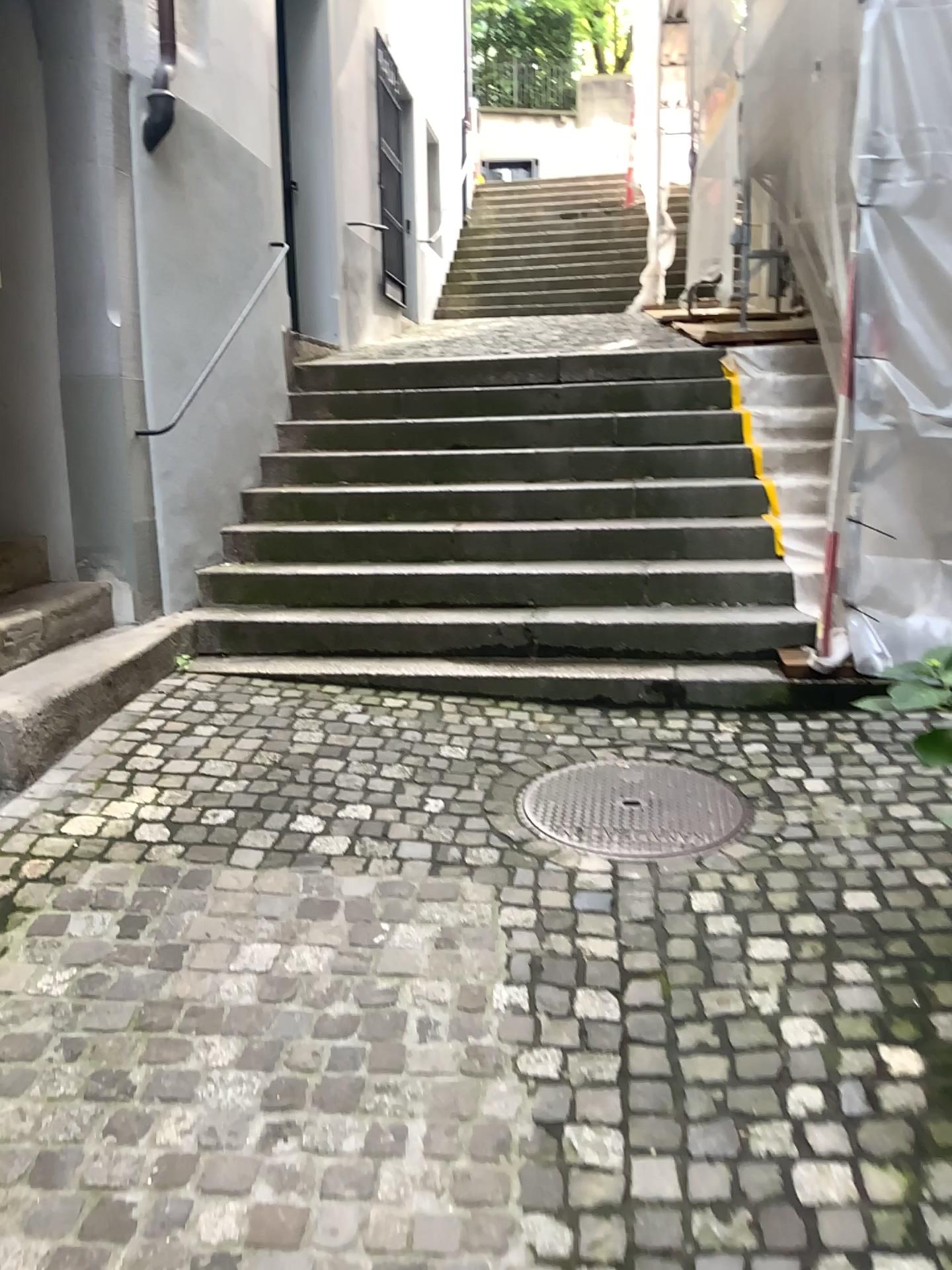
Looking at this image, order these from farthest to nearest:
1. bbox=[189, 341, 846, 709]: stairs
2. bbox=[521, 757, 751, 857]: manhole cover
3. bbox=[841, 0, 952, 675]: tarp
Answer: bbox=[189, 341, 846, 709]: stairs, bbox=[841, 0, 952, 675]: tarp, bbox=[521, 757, 751, 857]: manhole cover

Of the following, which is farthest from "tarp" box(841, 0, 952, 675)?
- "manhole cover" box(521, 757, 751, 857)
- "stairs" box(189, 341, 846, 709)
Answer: "manhole cover" box(521, 757, 751, 857)

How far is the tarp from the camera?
3.7m

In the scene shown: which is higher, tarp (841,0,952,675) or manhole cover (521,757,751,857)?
tarp (841,0,952,675)

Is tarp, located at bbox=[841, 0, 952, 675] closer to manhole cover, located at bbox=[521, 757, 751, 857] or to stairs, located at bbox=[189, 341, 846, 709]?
stairs, located at bbox=[189, 341, 846, 709]

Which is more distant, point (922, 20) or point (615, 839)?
point (922, 20)

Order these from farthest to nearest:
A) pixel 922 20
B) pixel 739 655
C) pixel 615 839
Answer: pixel 739 655 < pixel 922 20 < pixel 615 839

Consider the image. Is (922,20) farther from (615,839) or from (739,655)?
(615,839)

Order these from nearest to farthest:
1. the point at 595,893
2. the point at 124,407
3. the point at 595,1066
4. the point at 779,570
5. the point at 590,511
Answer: the point at 595,1066 < the point at 595,893 < the point at 124,407 < the point at 779,570 < the point at 590,511

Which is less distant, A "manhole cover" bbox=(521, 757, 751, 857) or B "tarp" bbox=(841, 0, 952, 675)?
A "manhole cover" bbox=(521, 757, 751, 857)
